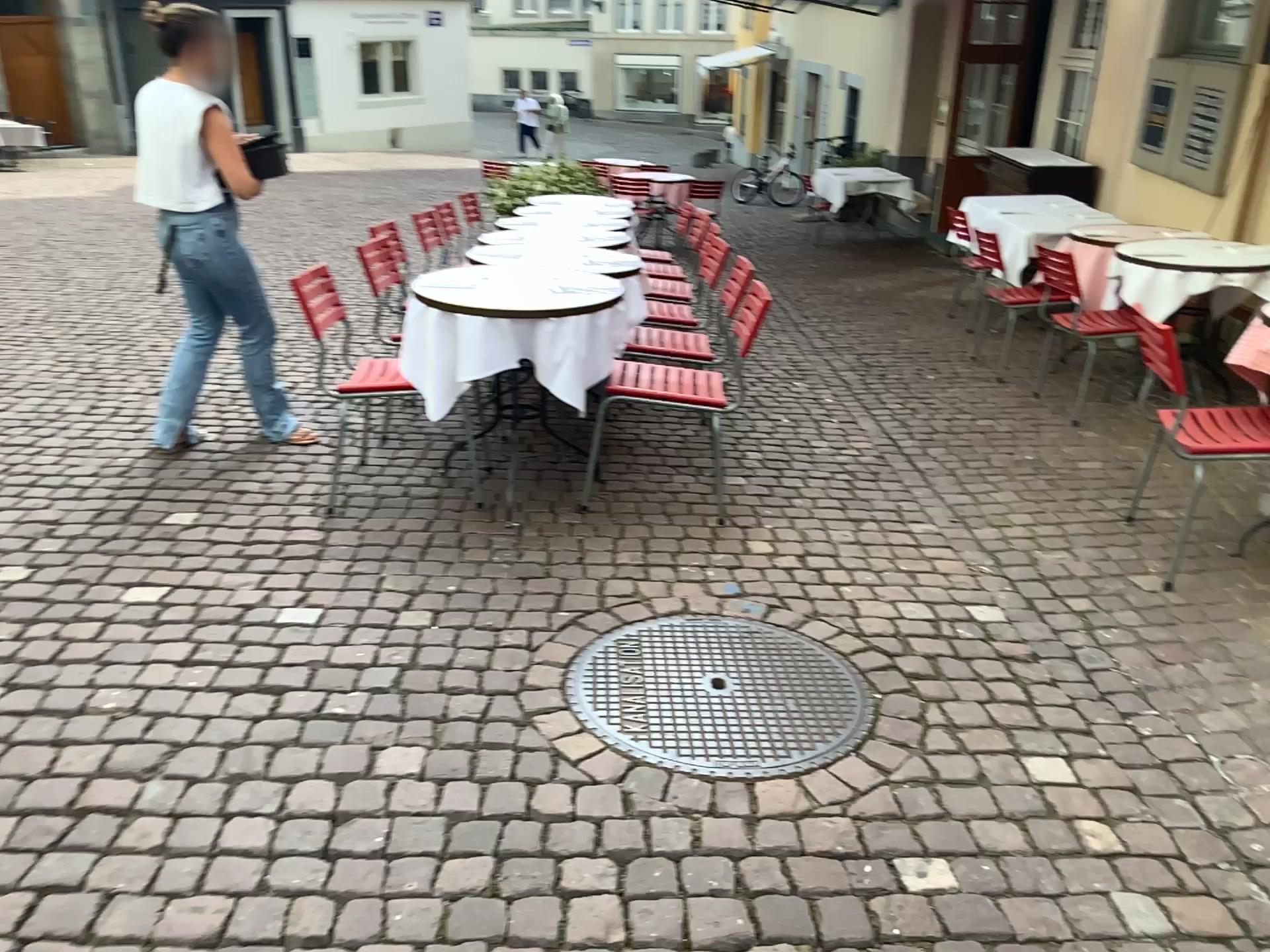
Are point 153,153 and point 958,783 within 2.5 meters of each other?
no
